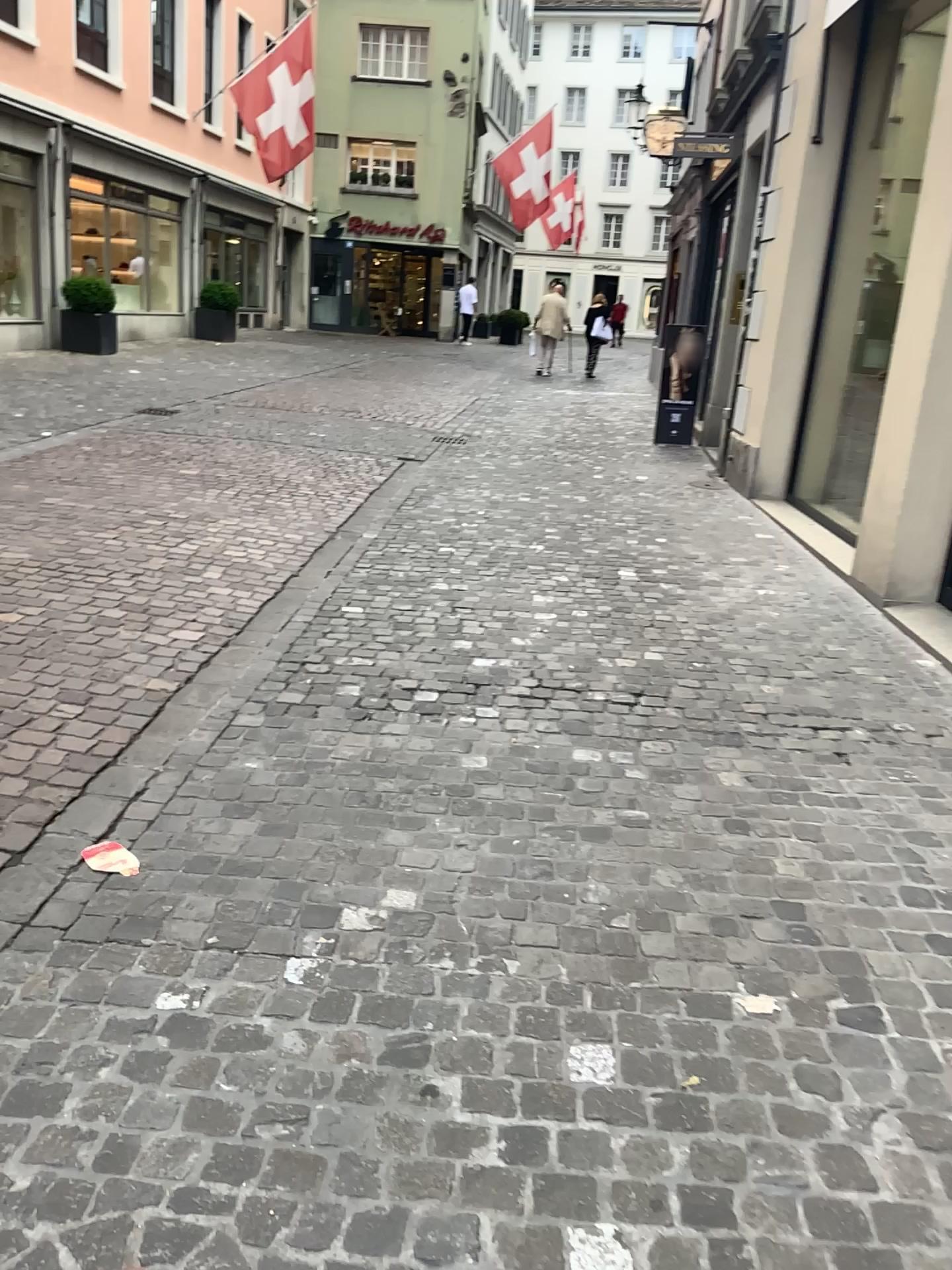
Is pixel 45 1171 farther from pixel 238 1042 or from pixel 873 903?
pixel 873 903
